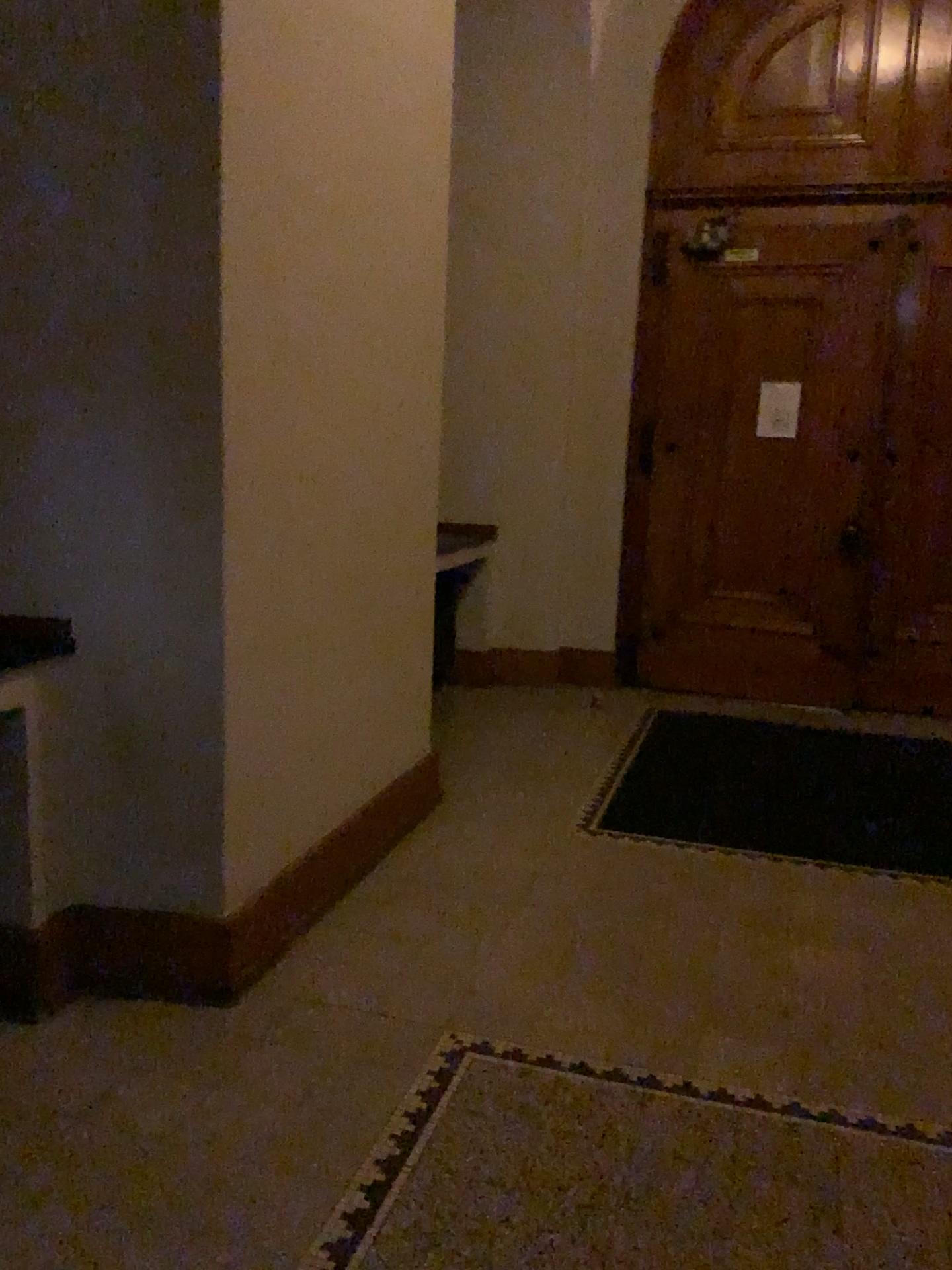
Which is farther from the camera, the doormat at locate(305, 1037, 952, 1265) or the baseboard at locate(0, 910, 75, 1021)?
the baseboard at locate(0, 910, 75, 1021)

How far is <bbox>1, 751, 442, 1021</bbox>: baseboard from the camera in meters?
2.6

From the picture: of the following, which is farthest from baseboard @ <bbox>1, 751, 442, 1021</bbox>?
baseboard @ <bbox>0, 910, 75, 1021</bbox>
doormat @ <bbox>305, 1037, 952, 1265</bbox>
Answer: doormat @ <bbox>305, 1037, 952, 1265</bbox>

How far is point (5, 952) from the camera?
2.6 meters

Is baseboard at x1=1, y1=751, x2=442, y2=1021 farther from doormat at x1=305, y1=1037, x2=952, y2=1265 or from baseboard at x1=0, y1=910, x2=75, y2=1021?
doormat at x1=305, y1=1037, x2=952, y2=1265

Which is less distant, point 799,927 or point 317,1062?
point 317,1062

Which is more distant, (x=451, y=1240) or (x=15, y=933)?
(x=15, y=933)

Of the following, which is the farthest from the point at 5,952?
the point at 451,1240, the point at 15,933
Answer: the point at 451,1240
